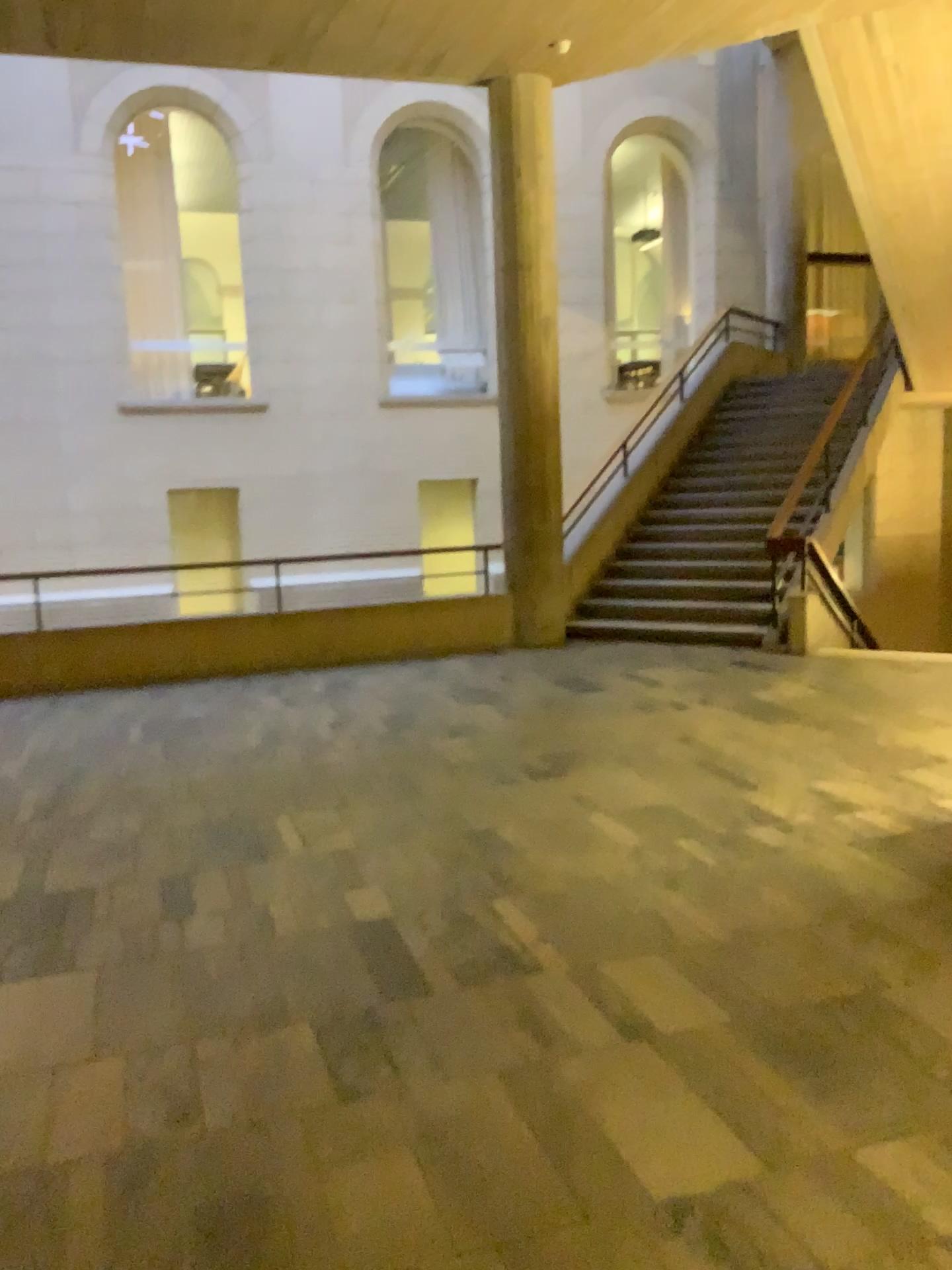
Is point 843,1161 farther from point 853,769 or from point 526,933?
point 853,769
